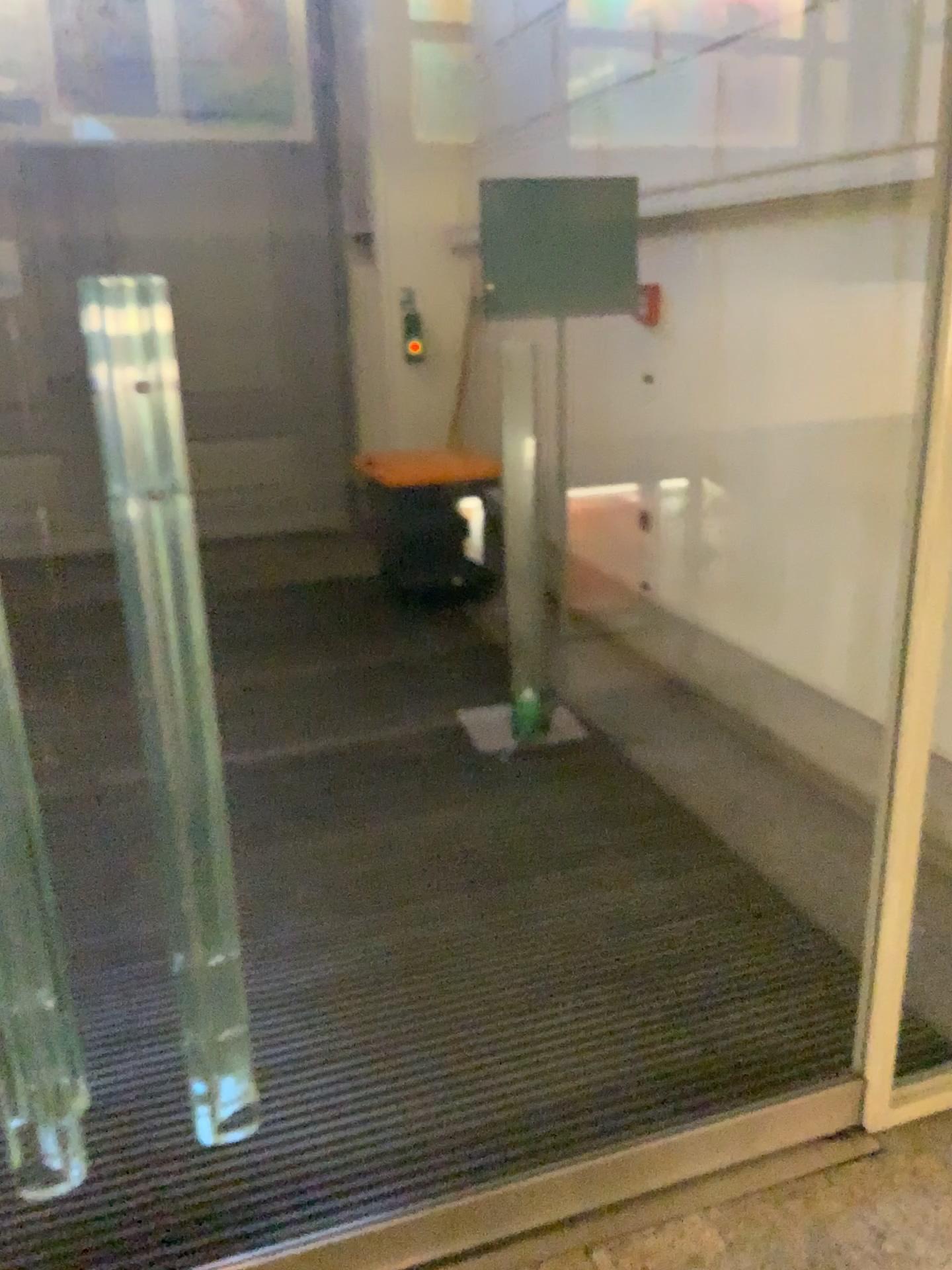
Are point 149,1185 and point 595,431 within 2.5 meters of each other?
no
